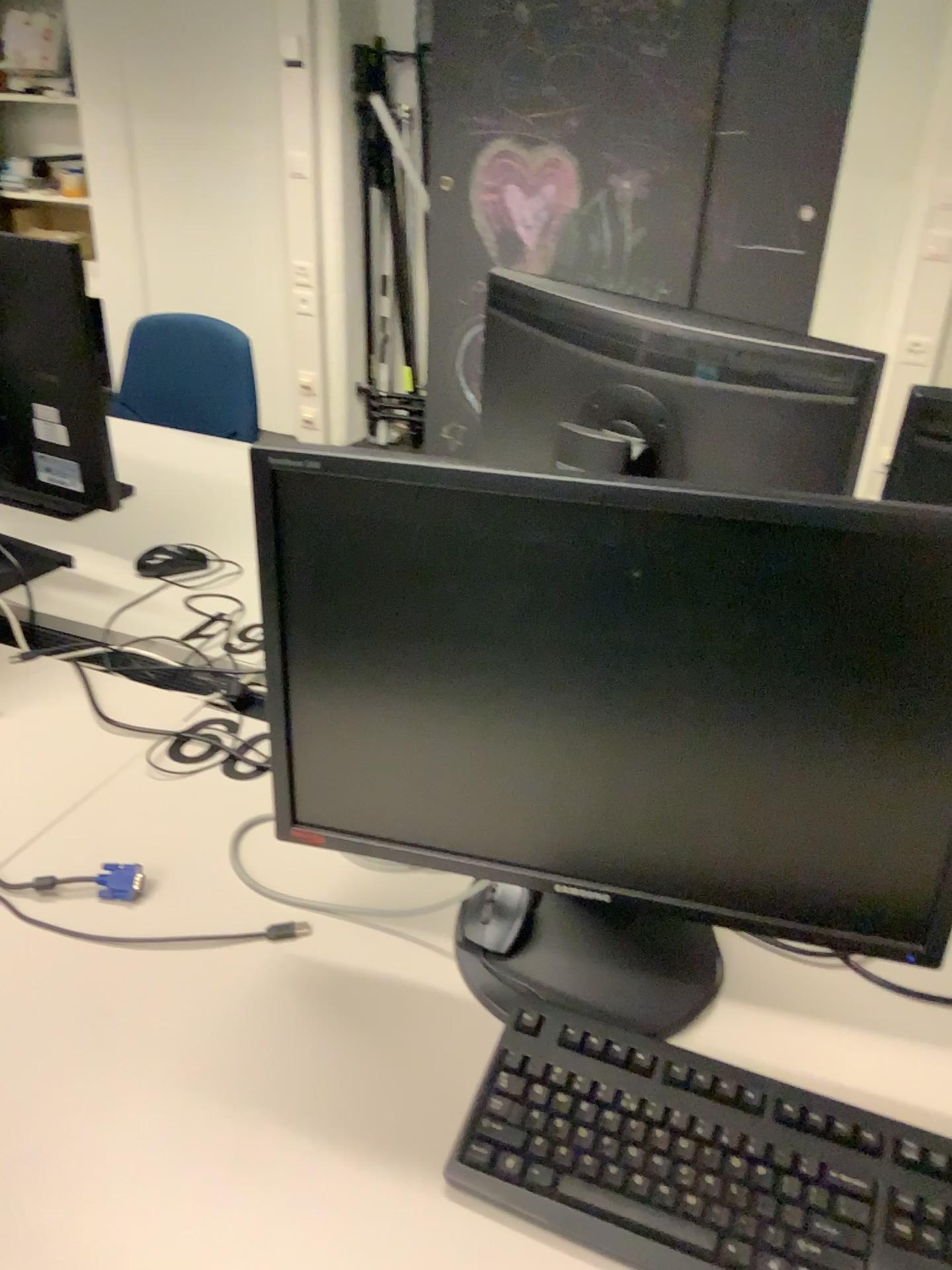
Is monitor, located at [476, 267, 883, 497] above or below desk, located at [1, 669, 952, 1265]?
above

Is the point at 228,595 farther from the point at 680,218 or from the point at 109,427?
the point at 680,218

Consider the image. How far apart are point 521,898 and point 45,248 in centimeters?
108cm

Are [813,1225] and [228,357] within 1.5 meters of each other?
no

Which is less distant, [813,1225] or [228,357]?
[813,1225]

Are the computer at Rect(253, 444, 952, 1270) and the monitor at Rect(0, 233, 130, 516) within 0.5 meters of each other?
no

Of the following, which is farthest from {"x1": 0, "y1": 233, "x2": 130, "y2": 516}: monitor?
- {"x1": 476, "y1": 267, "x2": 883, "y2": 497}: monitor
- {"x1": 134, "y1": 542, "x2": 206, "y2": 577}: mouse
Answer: {"x1": 476, "y1": 267, "x2": 883, "y2": 497}: monitor

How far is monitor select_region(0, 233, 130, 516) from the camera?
1.4m

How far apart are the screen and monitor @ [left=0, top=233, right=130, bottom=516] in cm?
82

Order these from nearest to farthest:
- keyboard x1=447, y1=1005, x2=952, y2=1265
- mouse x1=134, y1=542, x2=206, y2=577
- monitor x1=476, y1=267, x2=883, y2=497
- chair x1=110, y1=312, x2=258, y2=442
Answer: keyboard x1=447, y1=1005, x2=952, y2=1265
monitor x1=476, y1=267, x2=883, y2=497
mouse x1=134, y1=542, x2=206, y2=577
chair x1=110, y1=312, x2=258, y2=442
